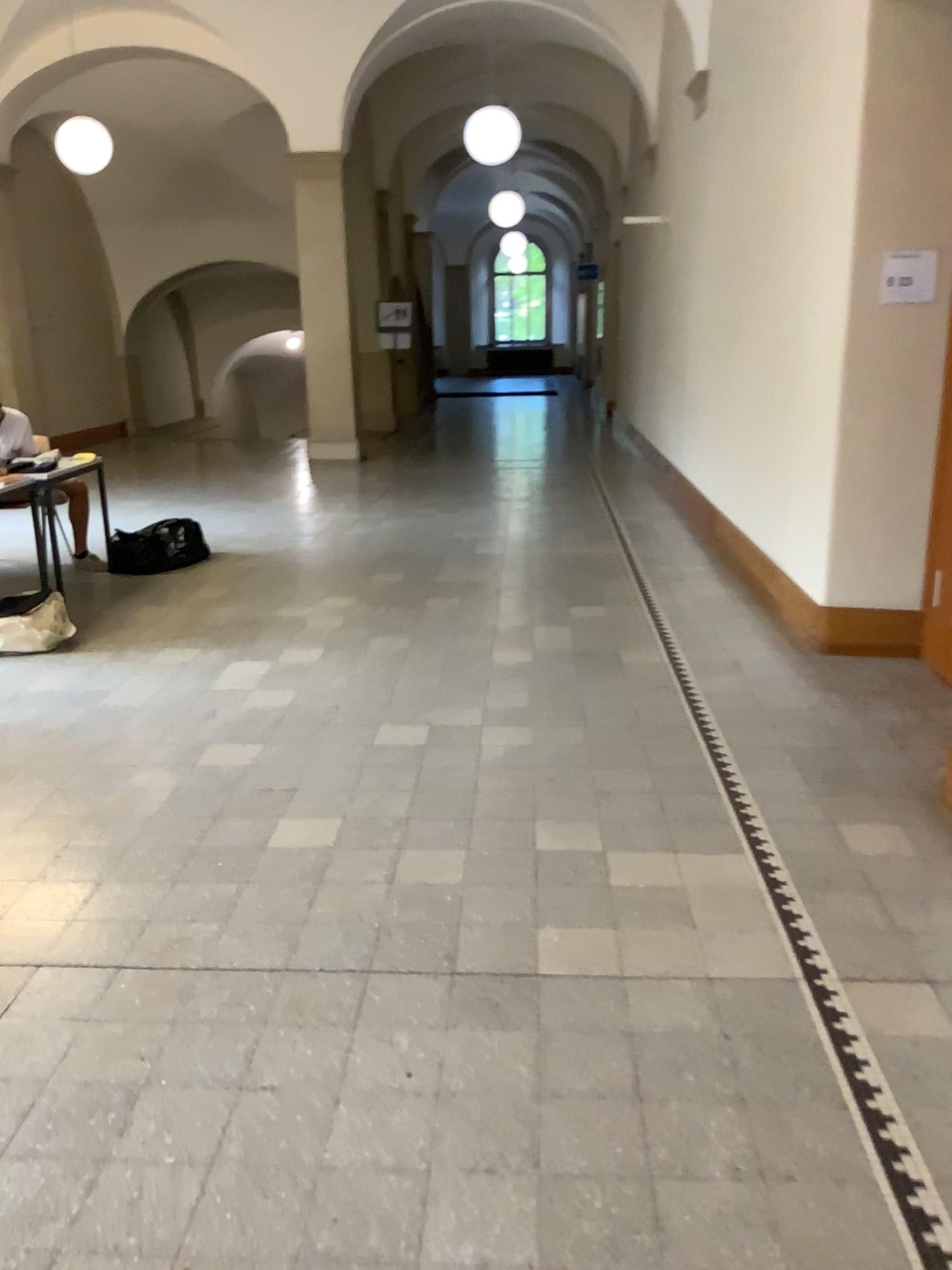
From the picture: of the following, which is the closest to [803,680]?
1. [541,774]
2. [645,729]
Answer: [645,729]

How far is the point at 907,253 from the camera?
4.4 meters

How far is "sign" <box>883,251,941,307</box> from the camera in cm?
437
